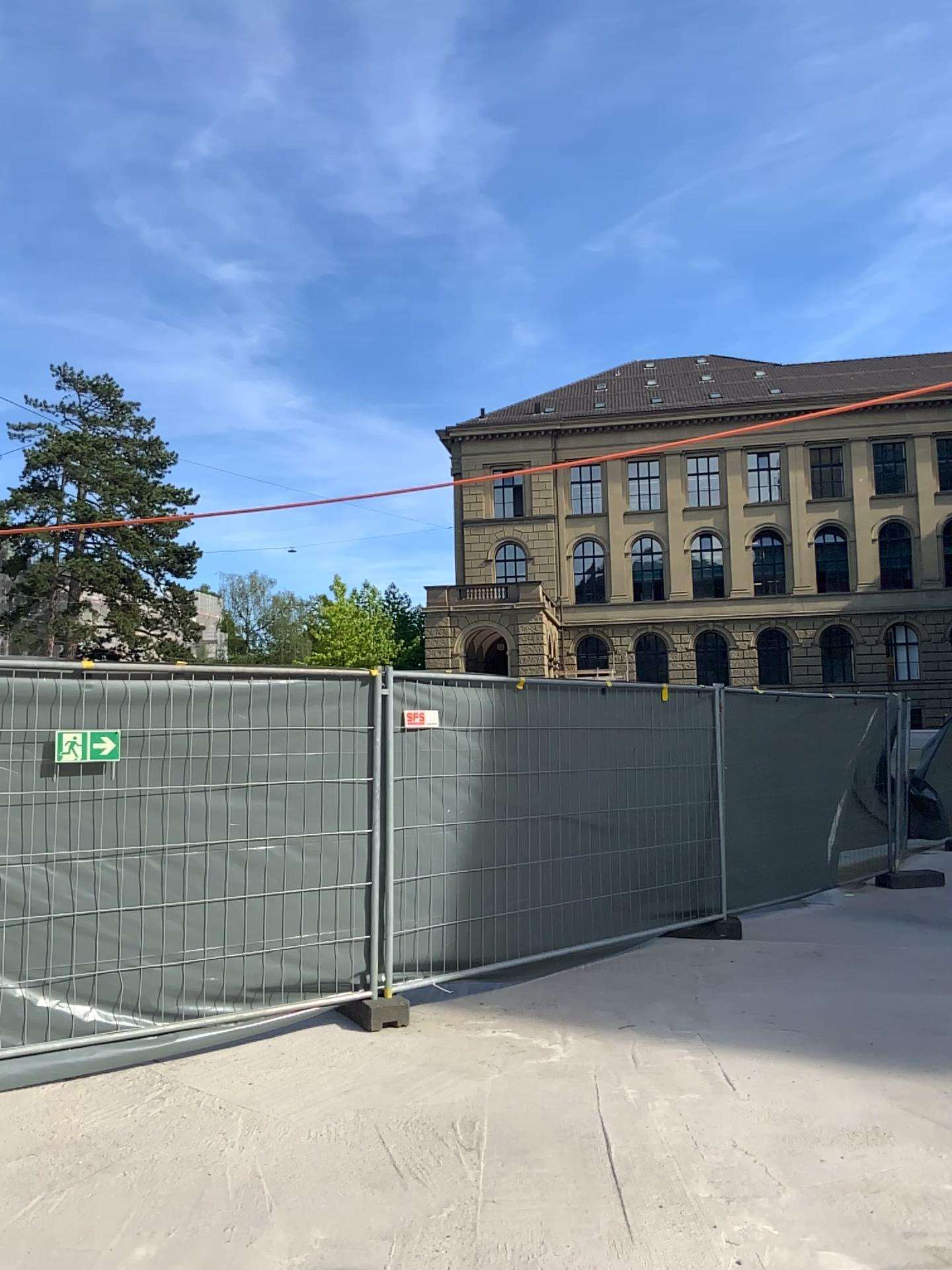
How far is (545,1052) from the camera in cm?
510
